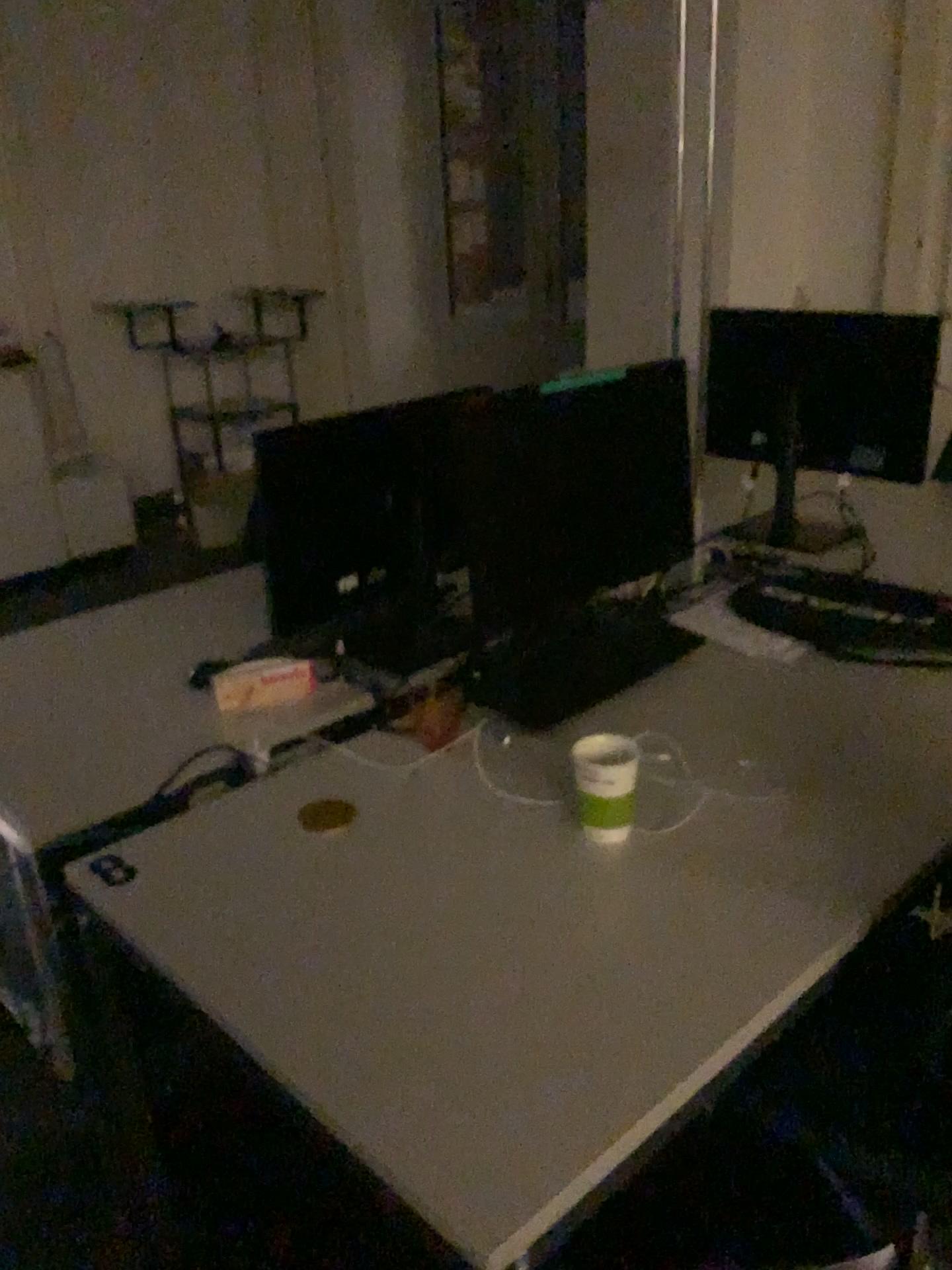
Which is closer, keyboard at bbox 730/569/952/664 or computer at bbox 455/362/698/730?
computer at bbox 455/362/698/730

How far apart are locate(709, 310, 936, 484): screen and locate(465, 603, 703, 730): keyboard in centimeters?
82cm

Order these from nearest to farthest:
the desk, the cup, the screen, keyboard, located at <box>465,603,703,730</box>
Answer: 1. the desk
2. the cup
3. keyboard, located at <box>465,603,703,730</box>
4. the screen

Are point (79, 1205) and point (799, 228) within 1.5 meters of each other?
no

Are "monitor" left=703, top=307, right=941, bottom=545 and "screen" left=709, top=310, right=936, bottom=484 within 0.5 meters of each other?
yes

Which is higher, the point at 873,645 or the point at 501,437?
the point at 501,437

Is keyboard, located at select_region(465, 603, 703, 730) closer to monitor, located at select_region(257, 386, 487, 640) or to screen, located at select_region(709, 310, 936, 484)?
monitor, located at select_region(257, 386, 487, 640)

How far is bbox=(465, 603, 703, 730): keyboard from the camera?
1.8m

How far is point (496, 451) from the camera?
1.6 meters

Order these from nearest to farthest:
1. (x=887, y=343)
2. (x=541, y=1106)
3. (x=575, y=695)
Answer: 1. (x=541, y=1106)
2. (x=575, y=695)
3. (x=887, y=343)
